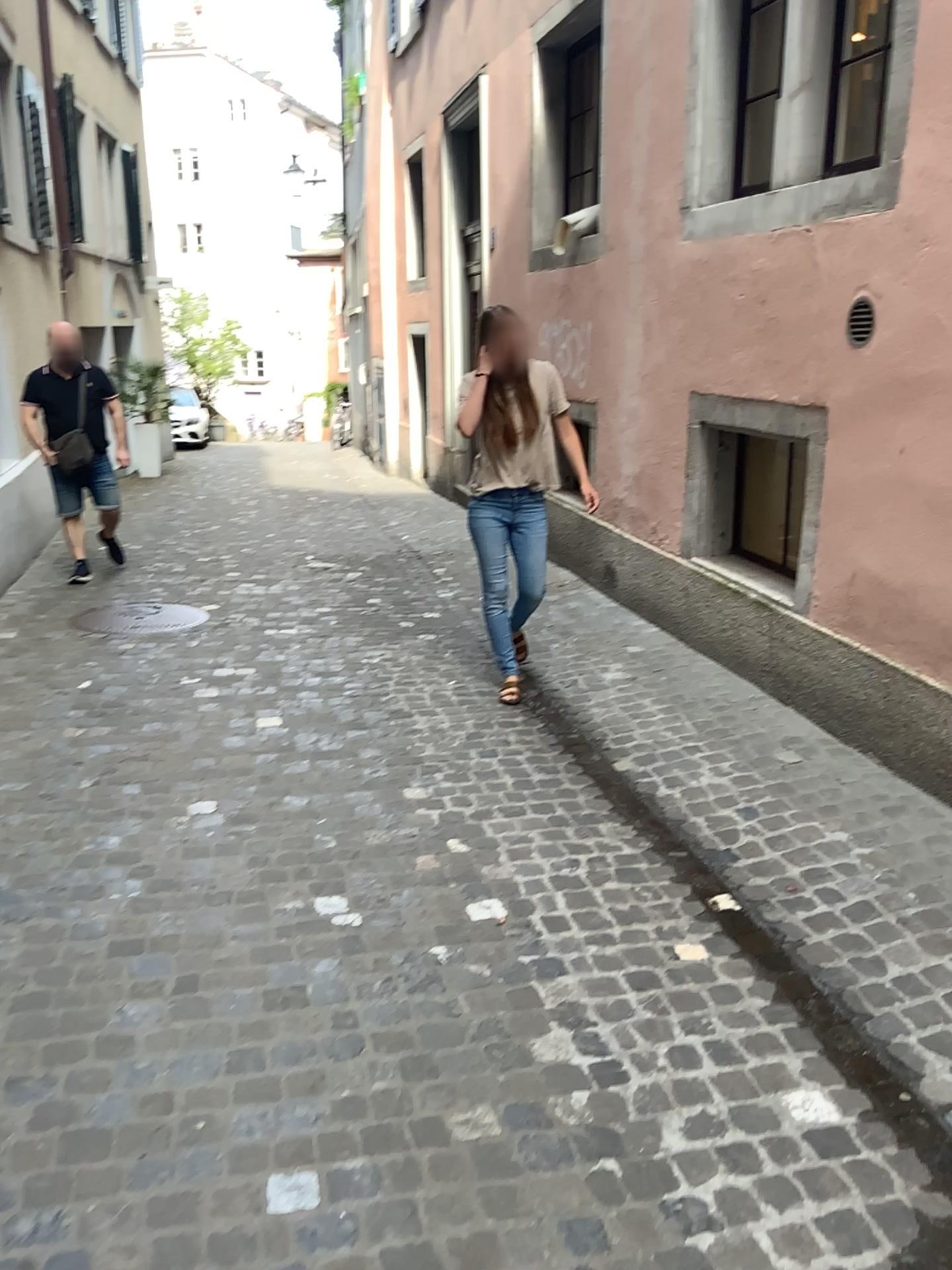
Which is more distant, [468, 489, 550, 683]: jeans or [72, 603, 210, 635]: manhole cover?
[72, 603, 210, 635]: manhole cover

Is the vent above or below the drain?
above

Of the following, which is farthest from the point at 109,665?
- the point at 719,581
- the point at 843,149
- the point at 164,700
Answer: the point at 843,149

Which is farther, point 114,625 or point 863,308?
point 114,625

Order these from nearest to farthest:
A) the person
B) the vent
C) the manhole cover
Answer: the vent, the person, the manhole cover

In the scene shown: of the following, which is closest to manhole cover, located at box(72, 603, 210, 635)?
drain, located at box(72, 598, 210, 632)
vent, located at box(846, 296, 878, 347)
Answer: drain, located at box(72, 598, 210, 632)

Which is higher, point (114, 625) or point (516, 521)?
point (516, 521)

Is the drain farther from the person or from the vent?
the vent

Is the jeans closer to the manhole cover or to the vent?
the vent

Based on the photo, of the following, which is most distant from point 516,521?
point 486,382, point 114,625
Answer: point 114,625
